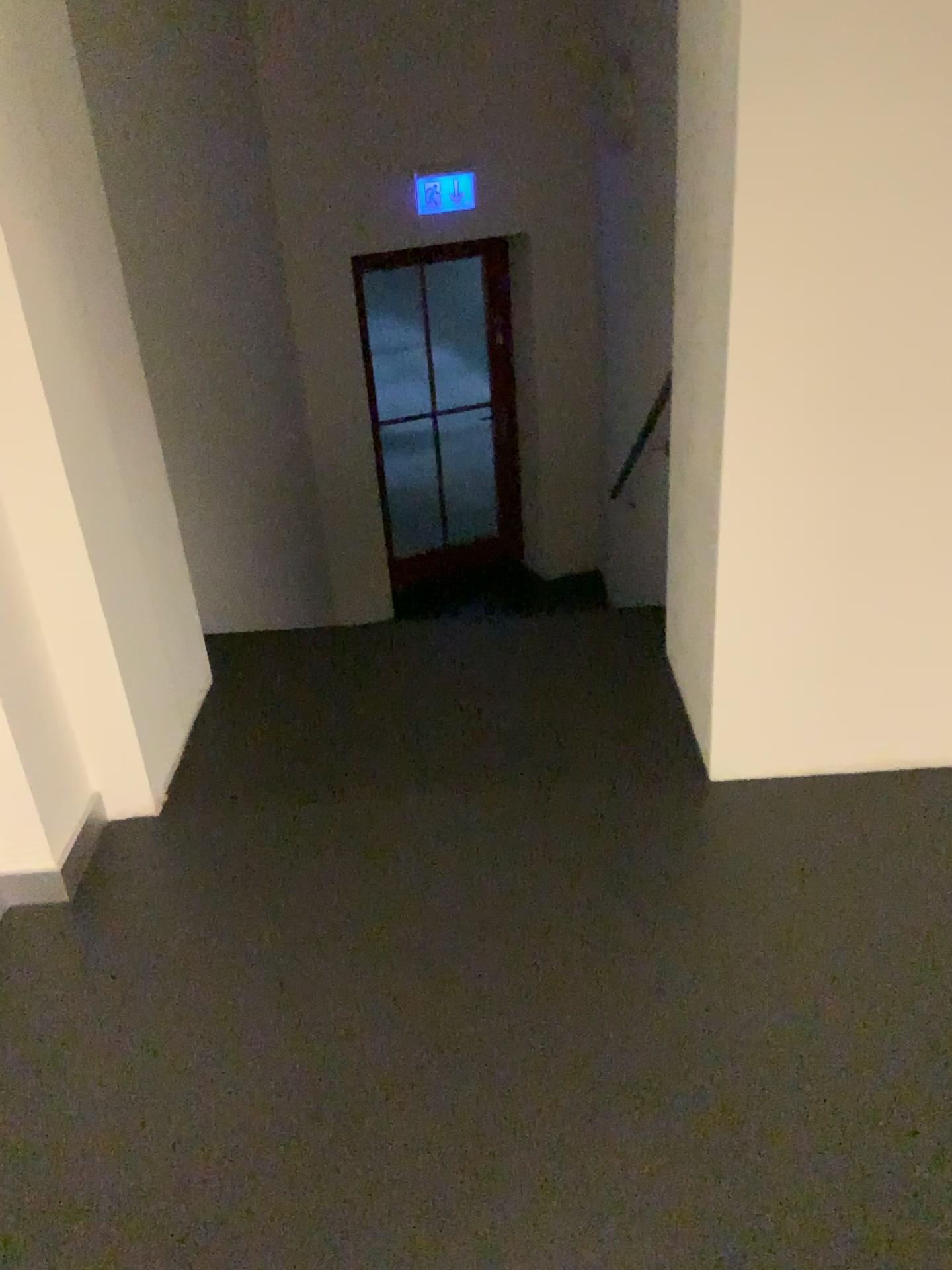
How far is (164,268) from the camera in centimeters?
333cm
